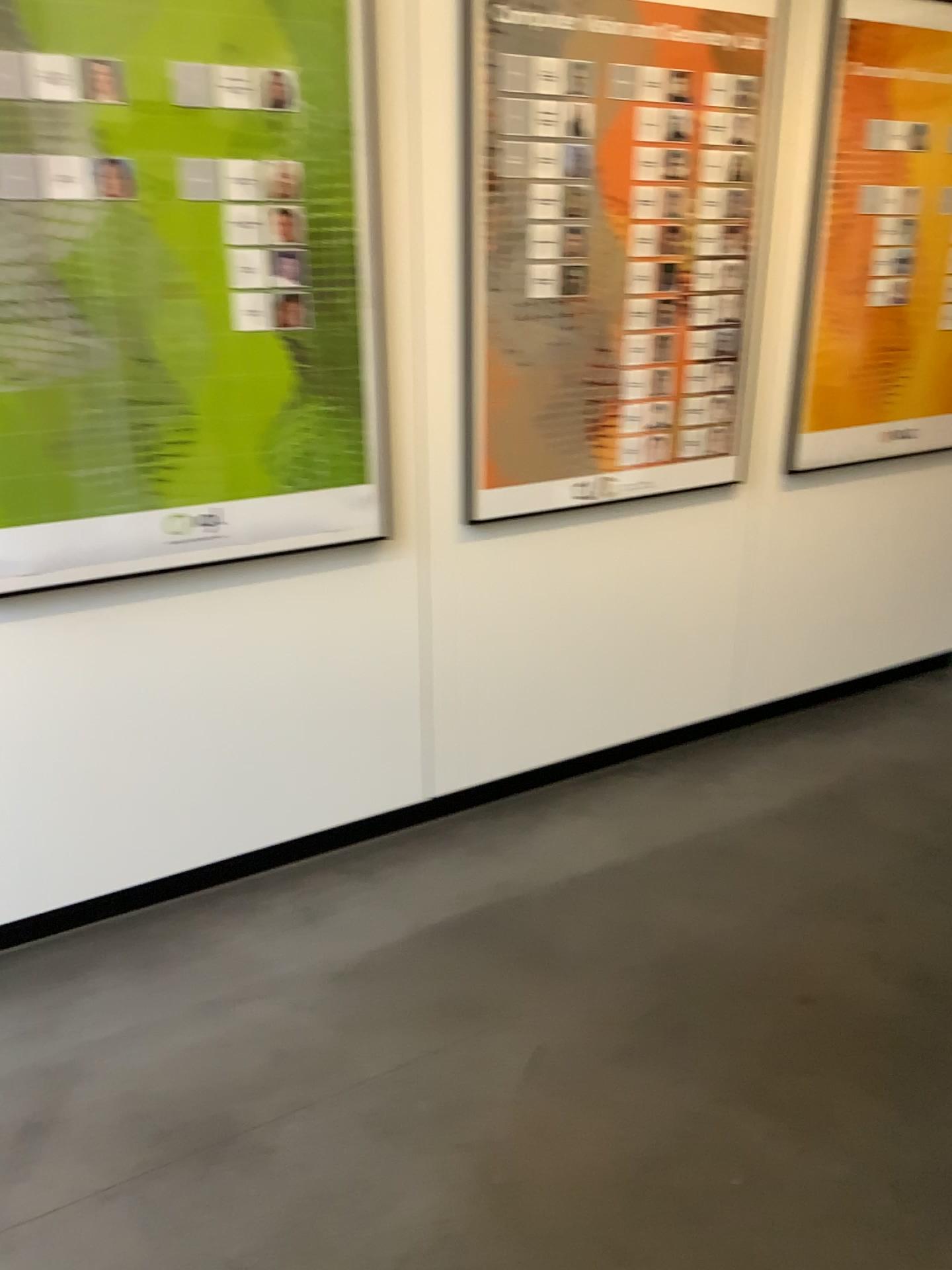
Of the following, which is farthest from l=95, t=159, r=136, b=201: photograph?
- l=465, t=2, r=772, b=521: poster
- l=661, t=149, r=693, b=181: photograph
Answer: l=661, t=149, r=693, b=181: photograph

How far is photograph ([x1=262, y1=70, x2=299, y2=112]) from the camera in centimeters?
210cm

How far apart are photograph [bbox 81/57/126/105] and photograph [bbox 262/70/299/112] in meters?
0.3

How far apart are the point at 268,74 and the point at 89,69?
0.34m

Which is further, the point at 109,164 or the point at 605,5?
the point at 605,5

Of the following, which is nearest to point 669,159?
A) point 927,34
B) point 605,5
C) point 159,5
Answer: point 605,5

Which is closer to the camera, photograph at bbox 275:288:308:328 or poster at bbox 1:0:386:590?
poster at bbox 1:0:386:590

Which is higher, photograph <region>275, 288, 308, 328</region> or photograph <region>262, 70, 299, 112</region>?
photograph <region>262, 70, 299, 112</region>

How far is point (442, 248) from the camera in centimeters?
243cm

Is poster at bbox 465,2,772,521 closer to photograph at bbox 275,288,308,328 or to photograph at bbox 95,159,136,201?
photograph at bbox 275,288,308,328
